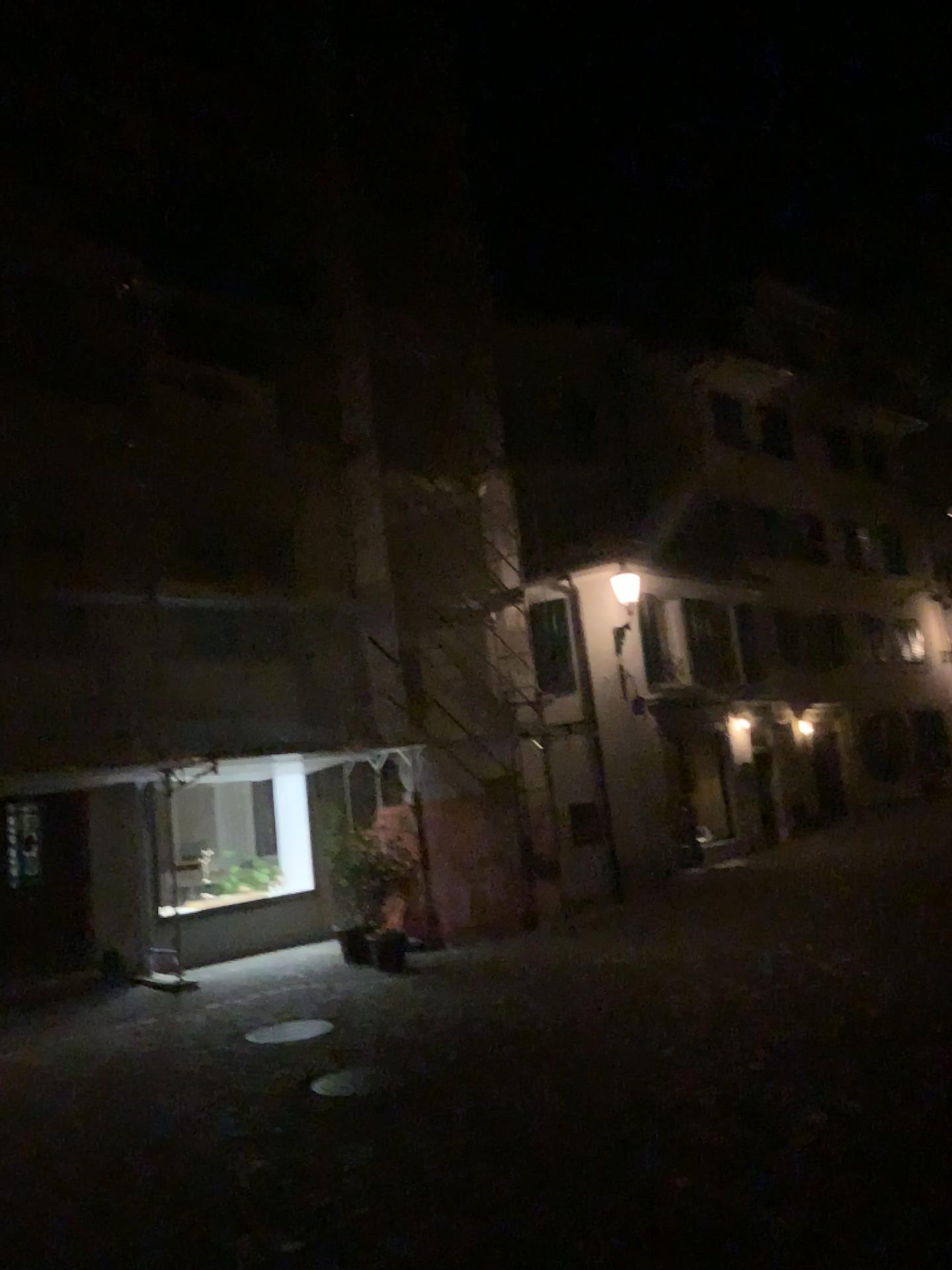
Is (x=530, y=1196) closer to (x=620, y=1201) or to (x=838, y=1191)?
(x=620, y=1201)
